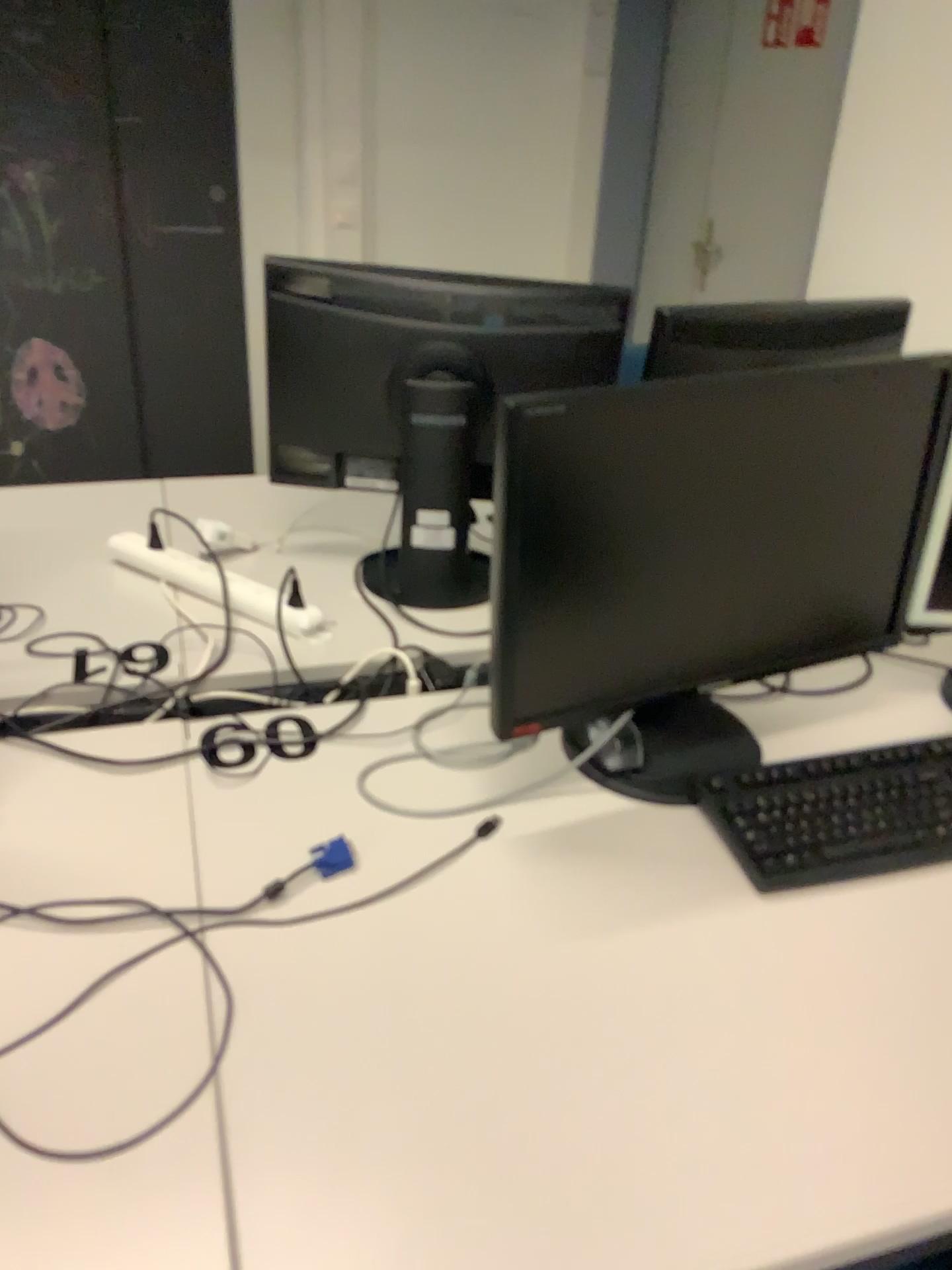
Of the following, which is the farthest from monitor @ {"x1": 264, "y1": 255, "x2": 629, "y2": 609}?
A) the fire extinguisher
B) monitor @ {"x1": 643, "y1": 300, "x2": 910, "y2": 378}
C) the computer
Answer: the fire extinguisher

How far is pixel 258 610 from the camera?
1.6 meters

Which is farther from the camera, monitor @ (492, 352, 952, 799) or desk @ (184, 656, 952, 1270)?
monitor @ (492, 352, 952, 799)

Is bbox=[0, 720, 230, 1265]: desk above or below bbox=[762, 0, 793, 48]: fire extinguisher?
below

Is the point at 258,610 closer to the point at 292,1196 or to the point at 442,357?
the point at 442,357

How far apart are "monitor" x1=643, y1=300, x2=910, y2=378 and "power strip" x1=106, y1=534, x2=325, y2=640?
0.68m

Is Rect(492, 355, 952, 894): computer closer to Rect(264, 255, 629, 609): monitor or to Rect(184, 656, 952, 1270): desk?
Rect(184, 656, 952, 1270): desk

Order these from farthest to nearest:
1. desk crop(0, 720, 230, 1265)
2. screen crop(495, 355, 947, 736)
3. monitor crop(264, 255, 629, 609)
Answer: monitor crop(264, 255, 629, 609), screen crop(495, 355, 947, 736), desk crop(0, 720, 230, 1265)

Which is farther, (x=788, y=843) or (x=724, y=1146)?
(x=788, y=843)

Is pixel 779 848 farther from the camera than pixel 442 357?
No
